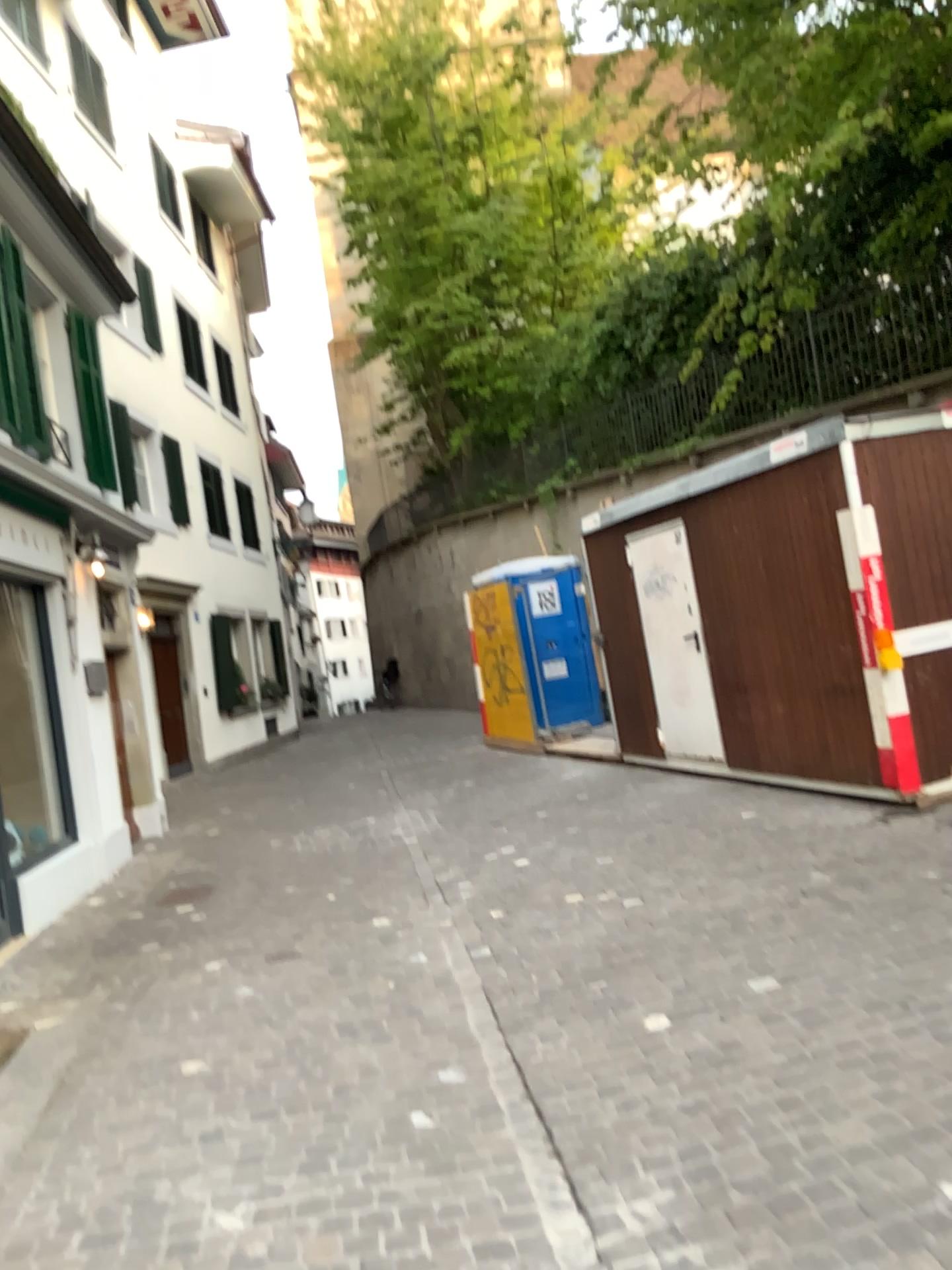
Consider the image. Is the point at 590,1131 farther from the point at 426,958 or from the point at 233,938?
the point at 233,938
